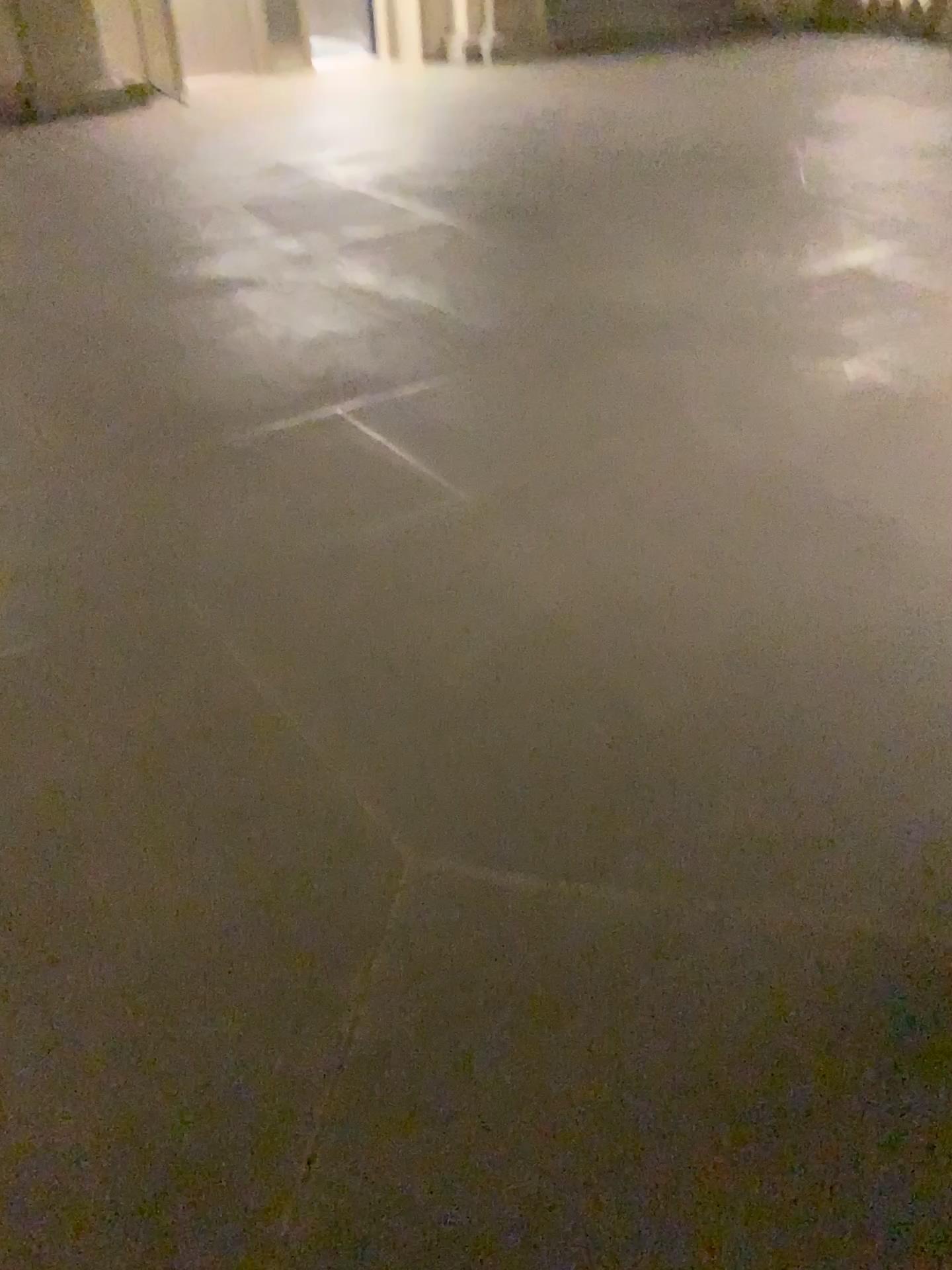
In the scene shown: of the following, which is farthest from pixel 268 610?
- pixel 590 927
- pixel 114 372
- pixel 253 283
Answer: pixel 253 283
